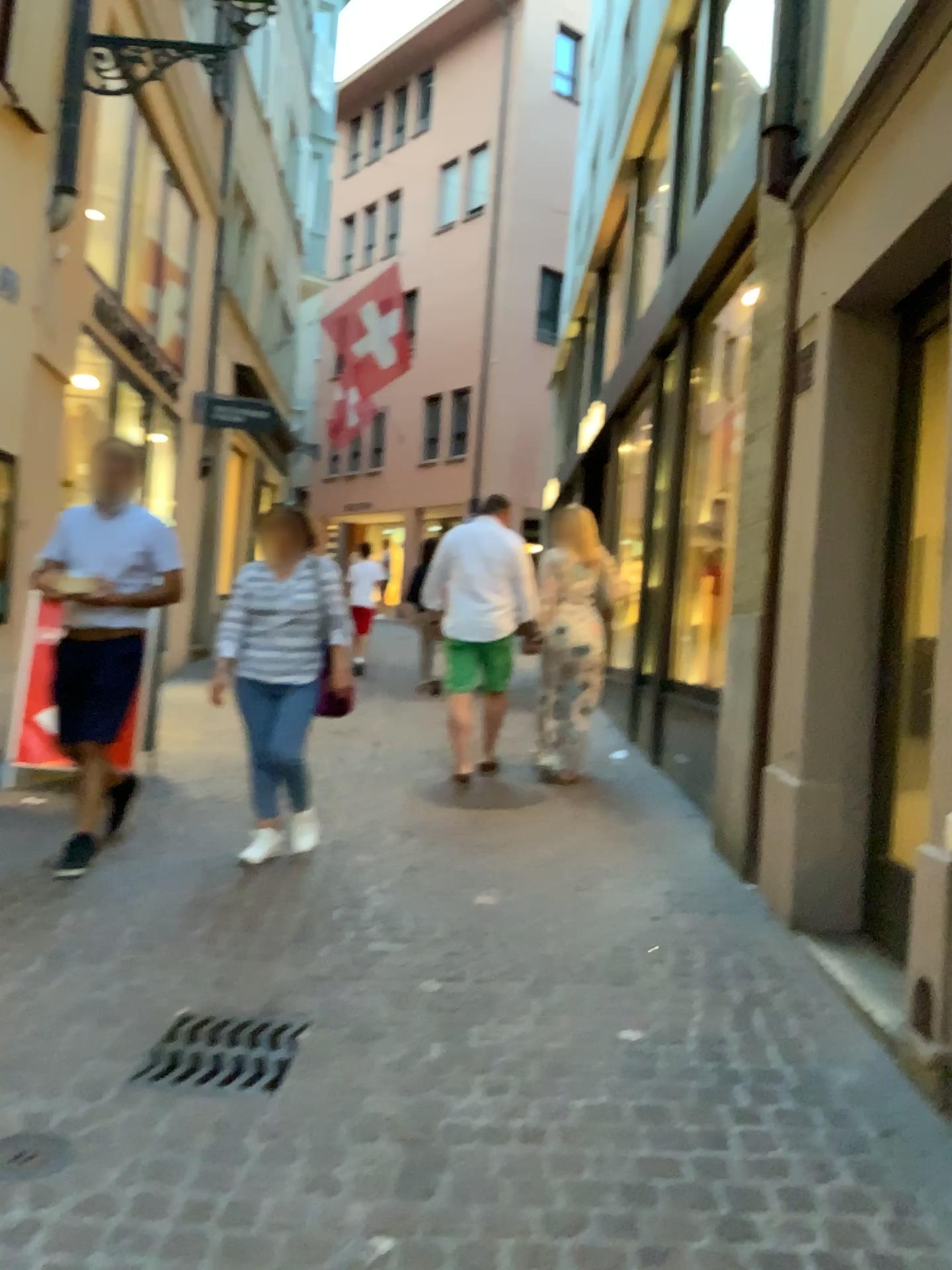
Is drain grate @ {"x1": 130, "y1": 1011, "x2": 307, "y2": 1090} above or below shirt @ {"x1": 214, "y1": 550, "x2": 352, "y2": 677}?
below

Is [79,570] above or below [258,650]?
above

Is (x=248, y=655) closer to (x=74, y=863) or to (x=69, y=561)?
(x=69, y=561)

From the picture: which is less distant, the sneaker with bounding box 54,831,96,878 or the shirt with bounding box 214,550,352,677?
the sneaker with bounding box 54,831,96,878

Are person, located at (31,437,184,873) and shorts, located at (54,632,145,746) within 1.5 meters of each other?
yes

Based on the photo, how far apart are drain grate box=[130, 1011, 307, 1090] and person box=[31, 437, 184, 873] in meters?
1.5 m

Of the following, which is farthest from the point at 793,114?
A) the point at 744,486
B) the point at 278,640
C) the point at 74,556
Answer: the point at 74,556

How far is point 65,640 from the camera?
4.34m

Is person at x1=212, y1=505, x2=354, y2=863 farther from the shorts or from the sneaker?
the sneaker

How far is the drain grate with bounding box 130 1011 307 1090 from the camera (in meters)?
2.62
